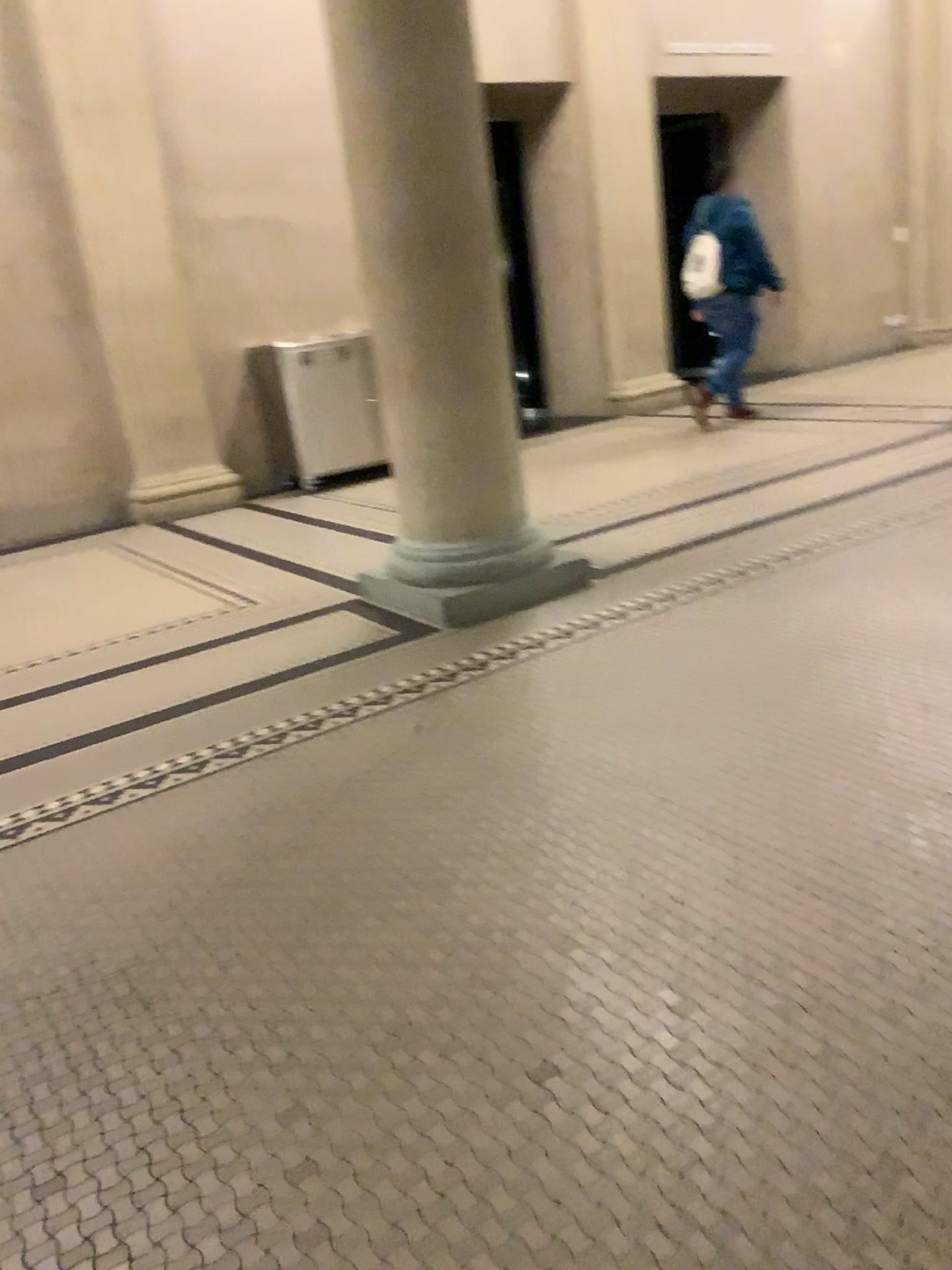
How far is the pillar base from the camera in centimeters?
407cm

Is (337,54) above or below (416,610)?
above

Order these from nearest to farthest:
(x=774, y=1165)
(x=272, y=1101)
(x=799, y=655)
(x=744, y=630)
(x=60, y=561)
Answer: (x=774, y=1165), (x=272, y=1101), (x=799, y=655), (x=744, y=630), (x=60, y=561)

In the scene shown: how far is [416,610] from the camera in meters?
4.1
